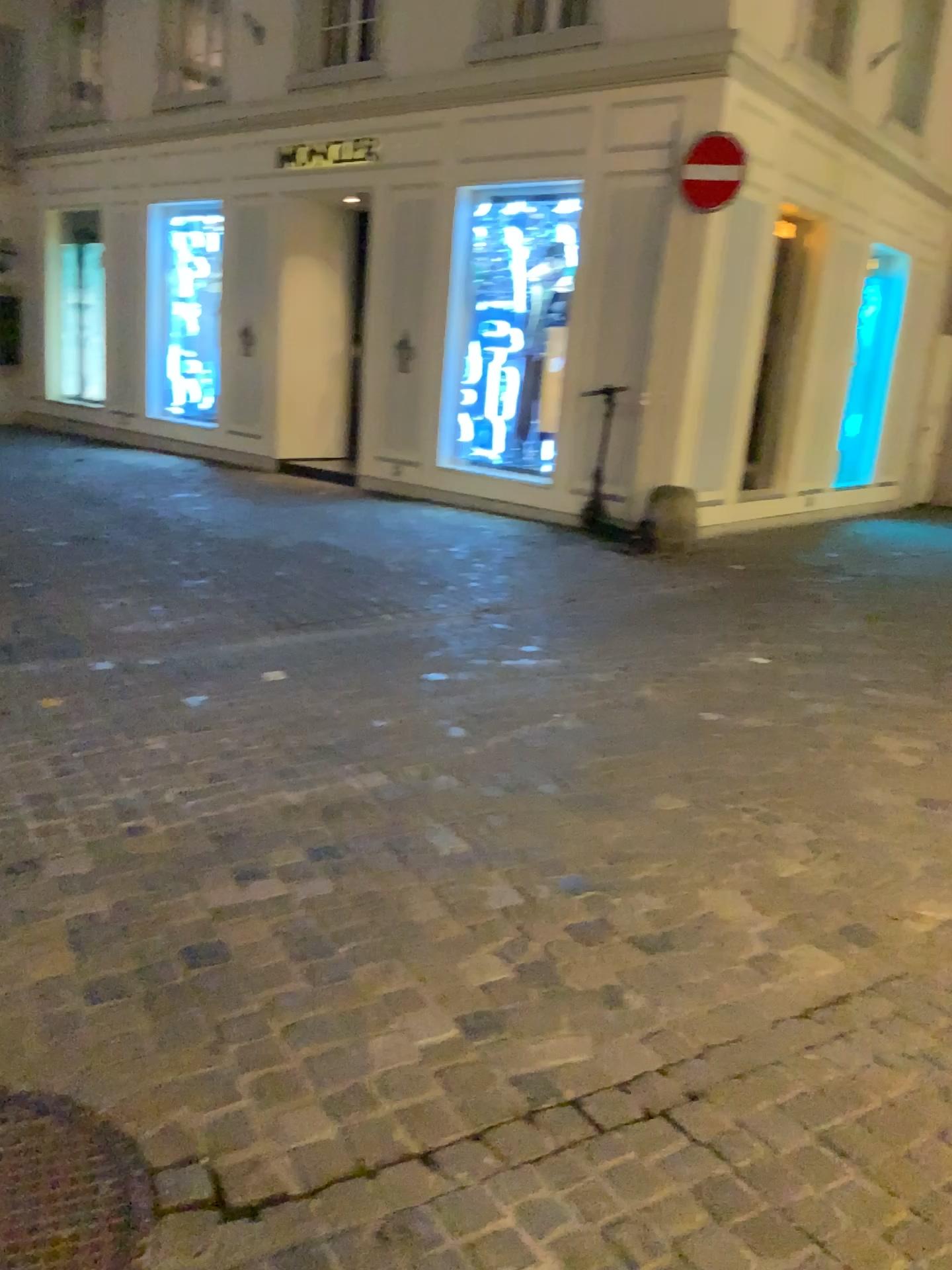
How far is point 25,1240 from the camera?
1.6m

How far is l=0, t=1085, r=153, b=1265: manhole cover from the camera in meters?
1.6

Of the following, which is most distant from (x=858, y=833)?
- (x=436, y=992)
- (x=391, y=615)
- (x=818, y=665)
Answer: (x=391, y=615)
